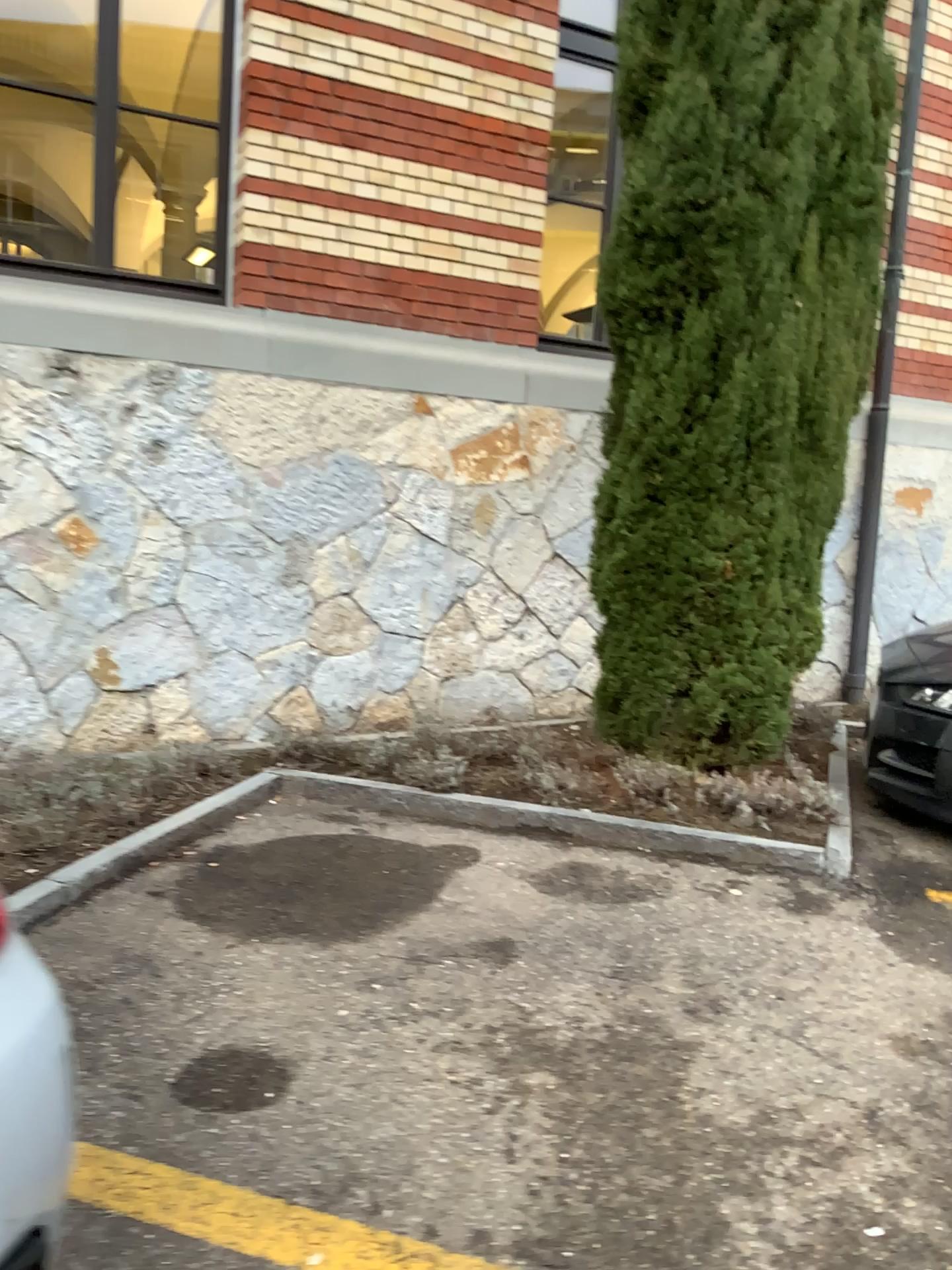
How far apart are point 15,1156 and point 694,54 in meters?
4.0

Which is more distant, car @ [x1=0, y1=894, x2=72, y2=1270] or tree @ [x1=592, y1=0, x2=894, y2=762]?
tree @ [x1=592, y1=0, x2=894, y2=762]

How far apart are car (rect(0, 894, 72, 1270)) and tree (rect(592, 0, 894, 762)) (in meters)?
2.92

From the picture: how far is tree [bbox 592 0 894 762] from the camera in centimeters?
385cm

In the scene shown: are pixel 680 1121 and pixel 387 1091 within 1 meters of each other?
yes

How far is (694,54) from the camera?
3.9m

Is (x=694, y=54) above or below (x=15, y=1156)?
above

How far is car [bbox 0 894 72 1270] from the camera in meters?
1.4
